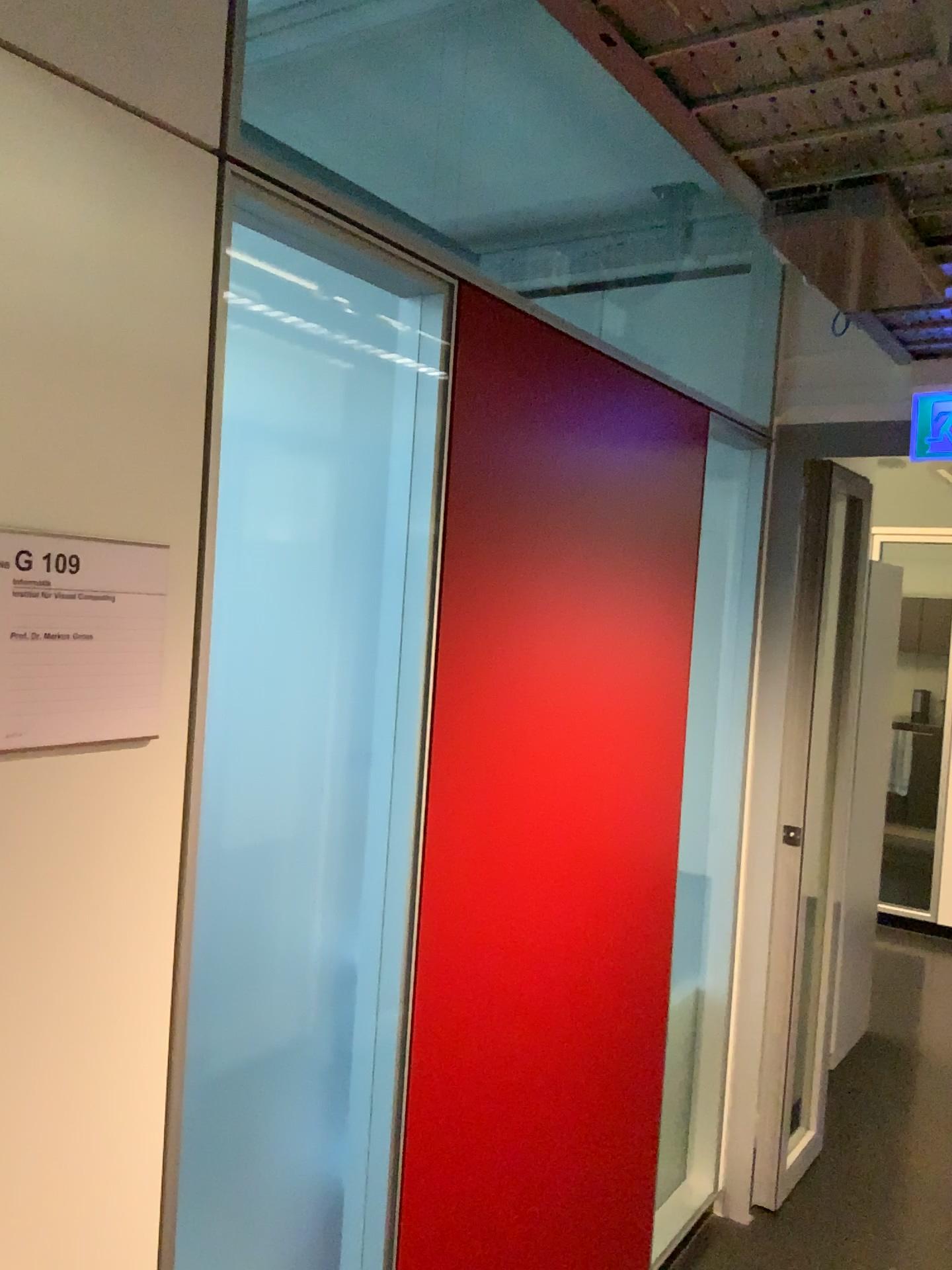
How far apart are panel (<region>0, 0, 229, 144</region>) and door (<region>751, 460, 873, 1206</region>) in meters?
2.1

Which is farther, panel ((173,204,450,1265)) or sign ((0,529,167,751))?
panel ((173,204,450,1265))

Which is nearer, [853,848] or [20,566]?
[20,566]

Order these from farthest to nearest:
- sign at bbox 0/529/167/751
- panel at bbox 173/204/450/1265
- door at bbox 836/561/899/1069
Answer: door at bbox 836/561/899/1069, panel at bbox 173/204/450/1265, sign at bbox 0/529/167/751

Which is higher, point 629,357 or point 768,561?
point 629,357

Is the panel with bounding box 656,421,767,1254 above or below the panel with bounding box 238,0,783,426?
below

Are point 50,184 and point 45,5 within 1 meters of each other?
yes

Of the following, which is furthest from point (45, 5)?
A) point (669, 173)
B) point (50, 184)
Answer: point (669, 173)

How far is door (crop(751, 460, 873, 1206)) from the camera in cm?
294

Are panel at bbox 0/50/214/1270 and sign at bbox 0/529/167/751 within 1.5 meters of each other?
yes
